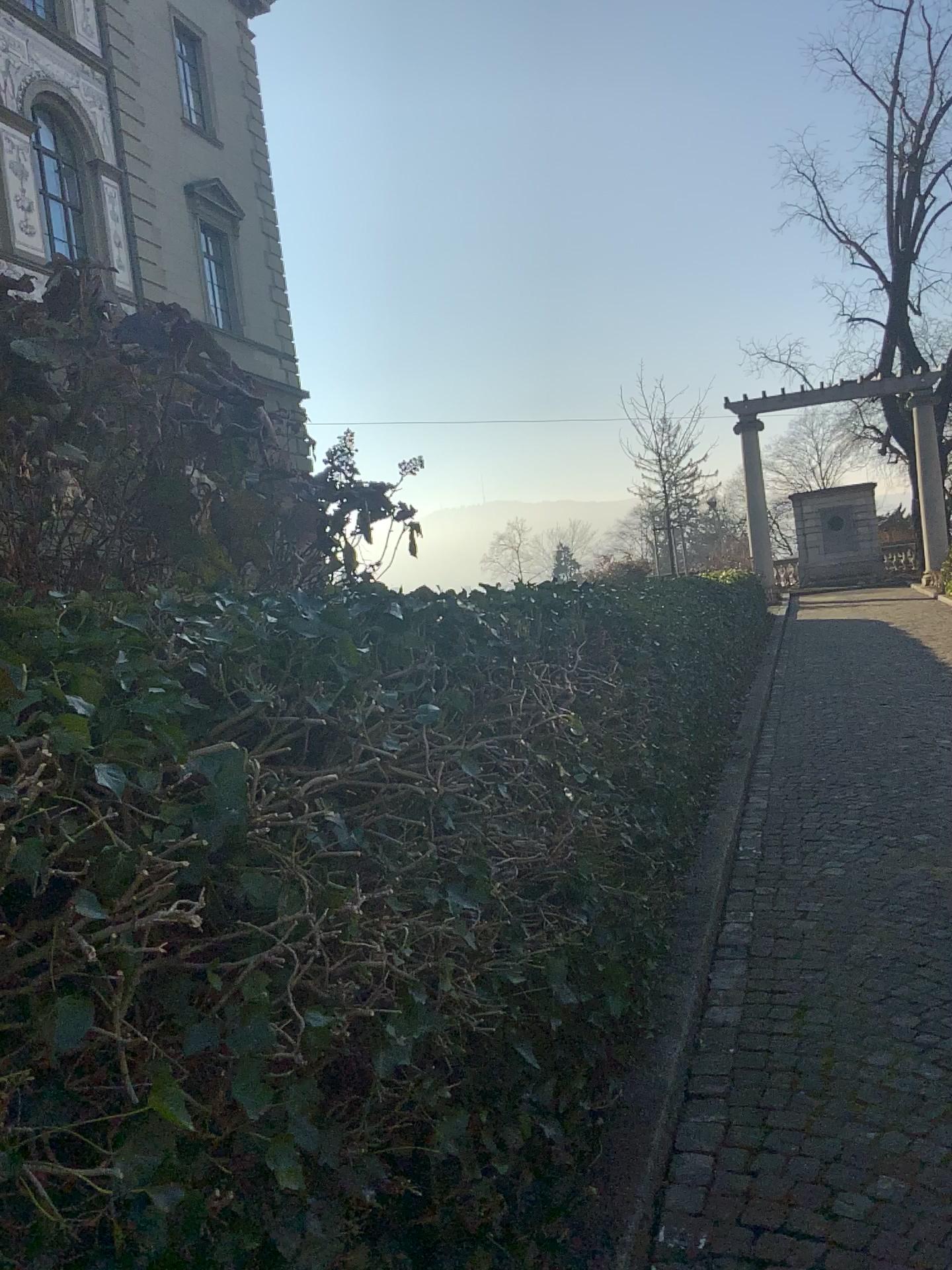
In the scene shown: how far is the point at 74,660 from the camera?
1.4 meters
